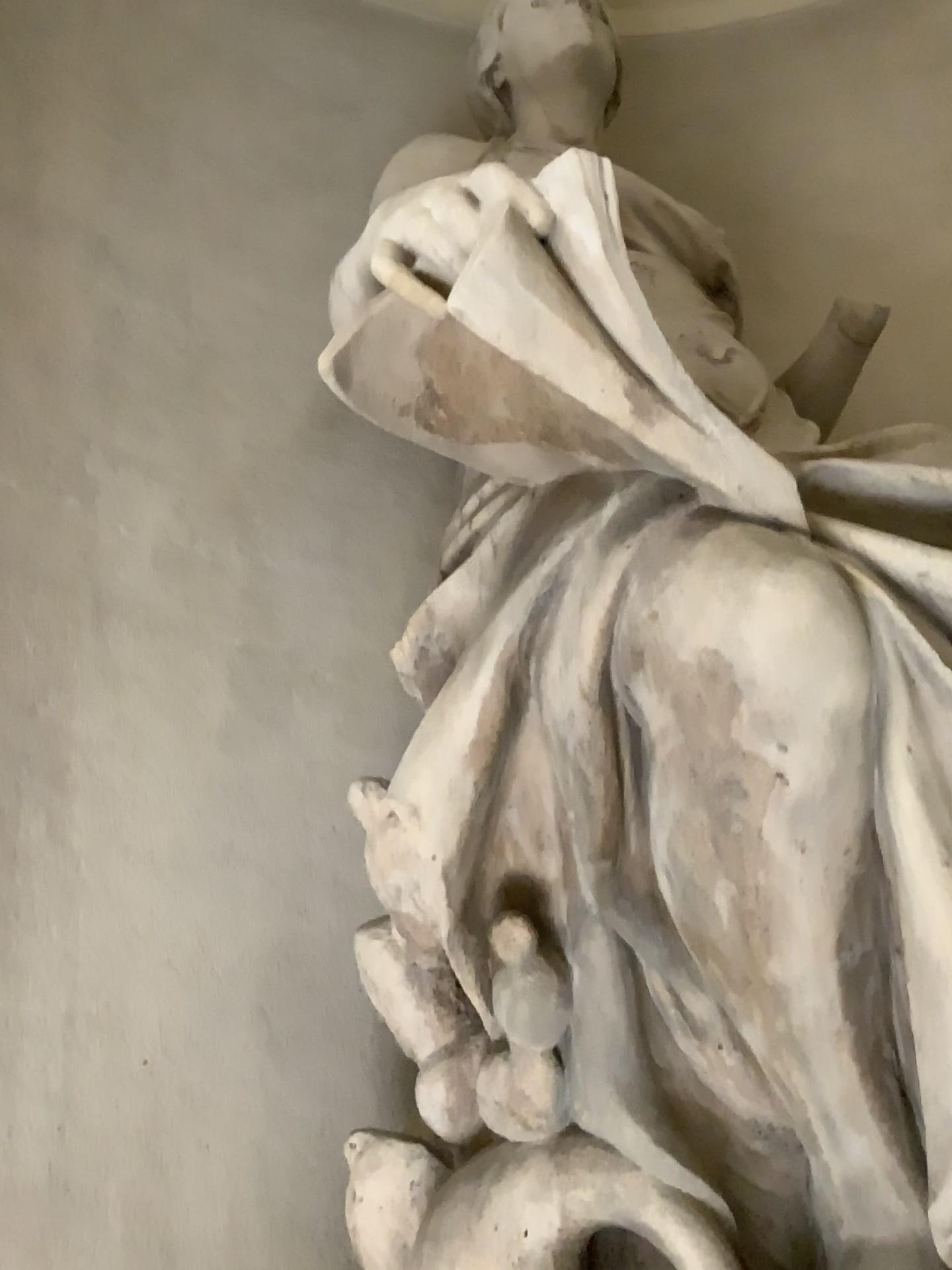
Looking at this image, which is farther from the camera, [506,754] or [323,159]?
[323,159]
